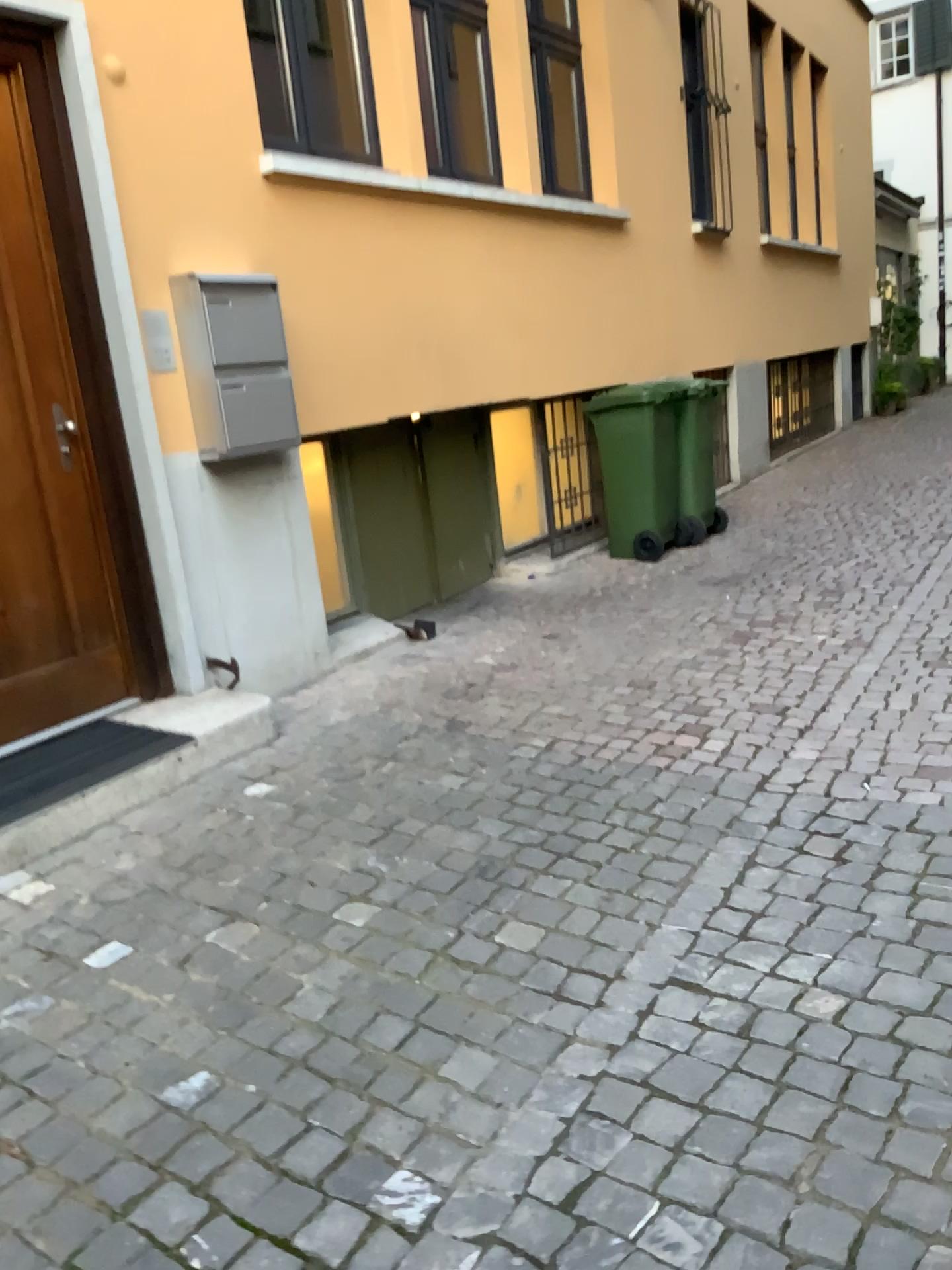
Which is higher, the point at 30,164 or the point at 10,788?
the point at 30,164

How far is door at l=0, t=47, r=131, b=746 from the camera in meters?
3.5

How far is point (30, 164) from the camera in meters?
3.5 m

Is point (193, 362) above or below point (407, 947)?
above
